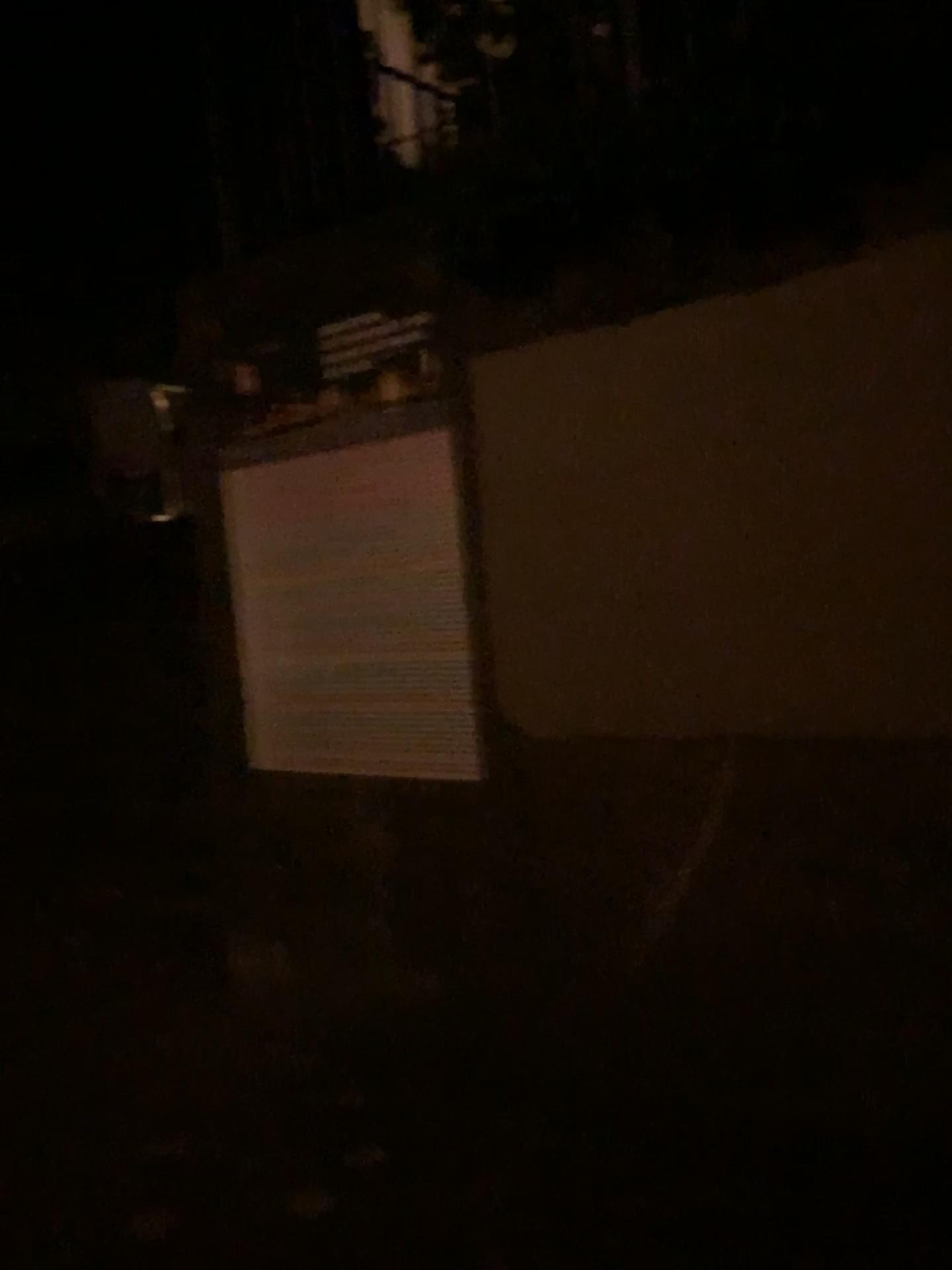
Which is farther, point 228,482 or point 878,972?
point 228,482
